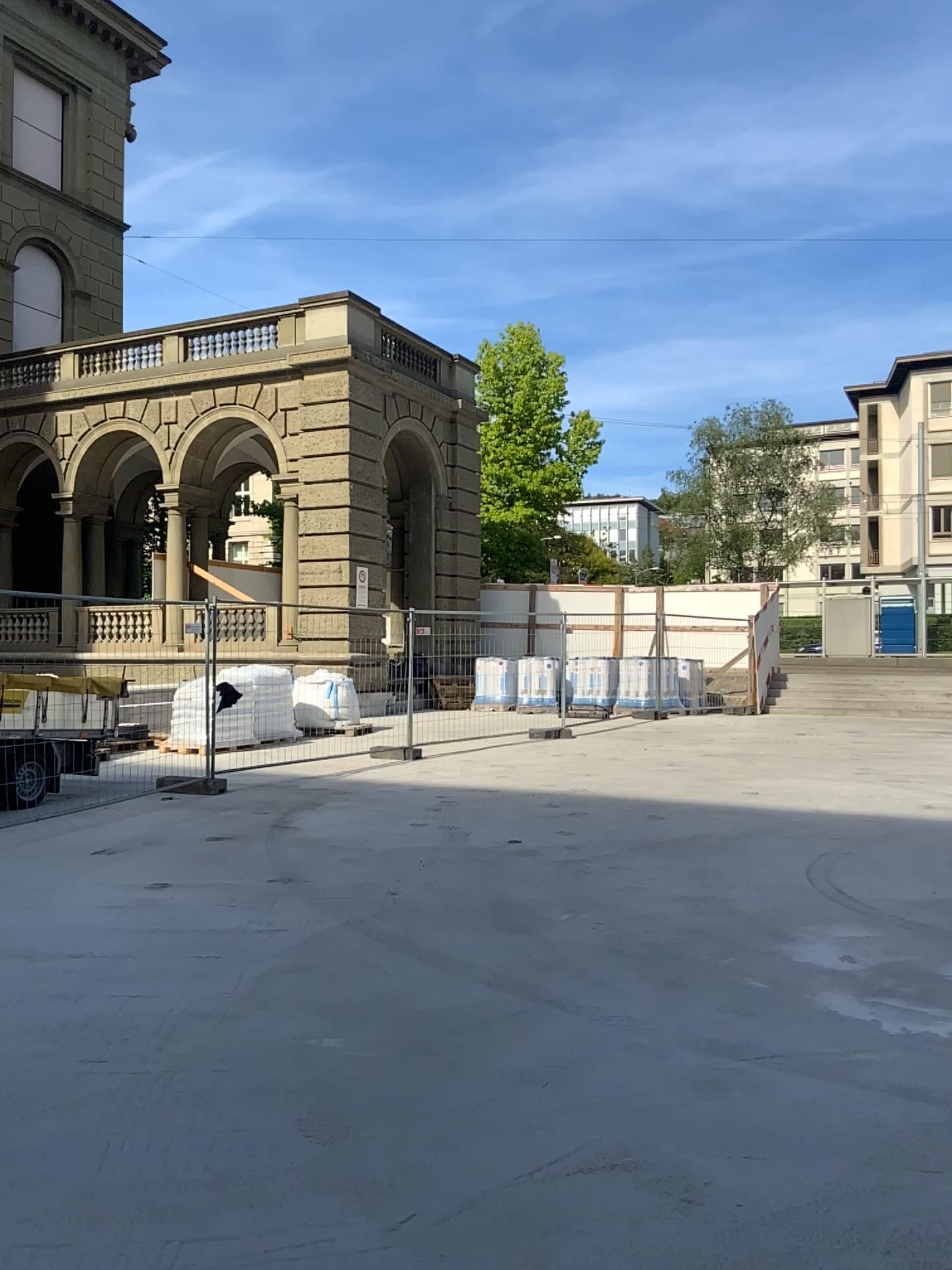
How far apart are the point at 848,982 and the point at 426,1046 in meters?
2.1 m
